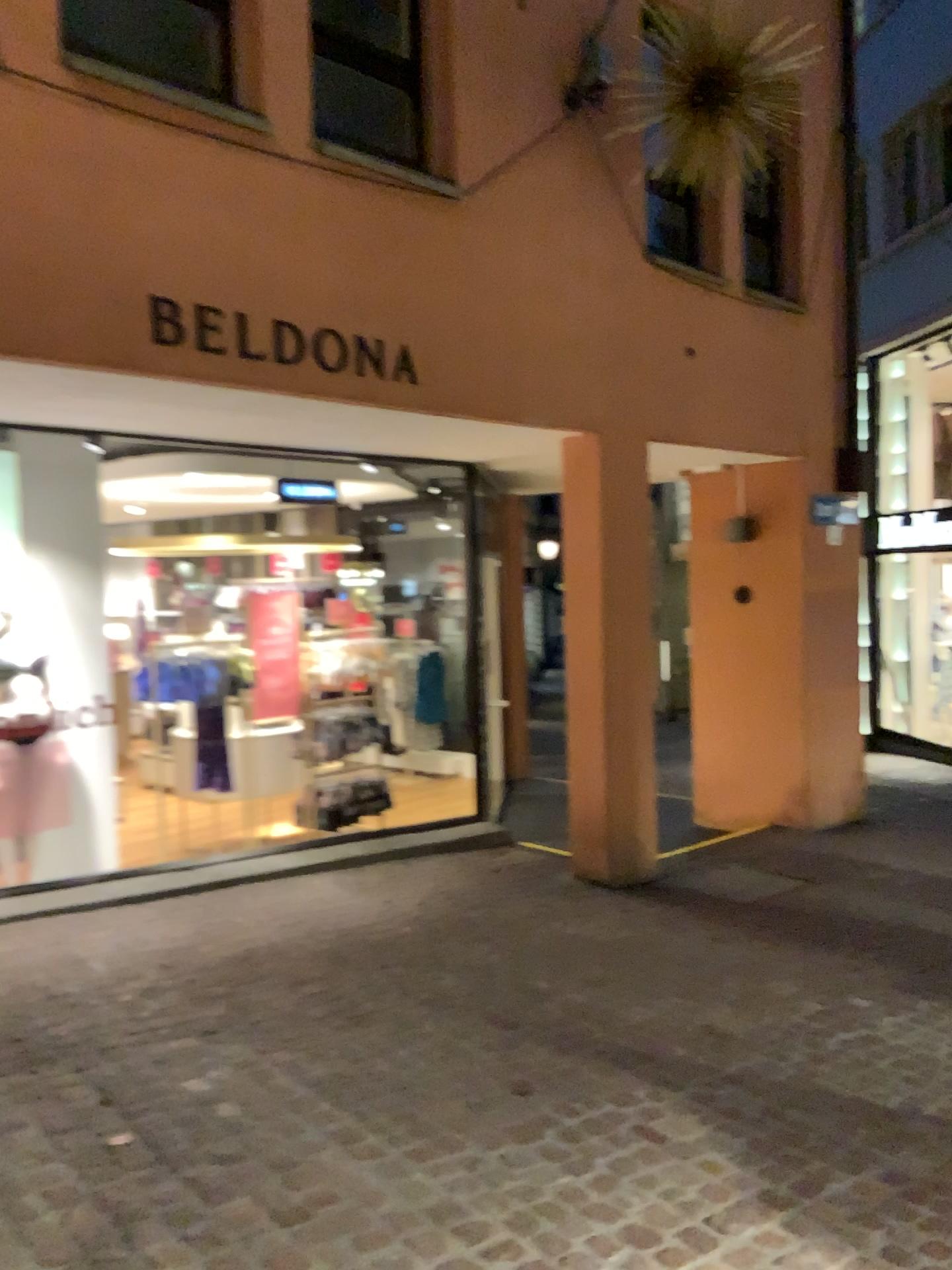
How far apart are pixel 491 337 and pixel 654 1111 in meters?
3.5
